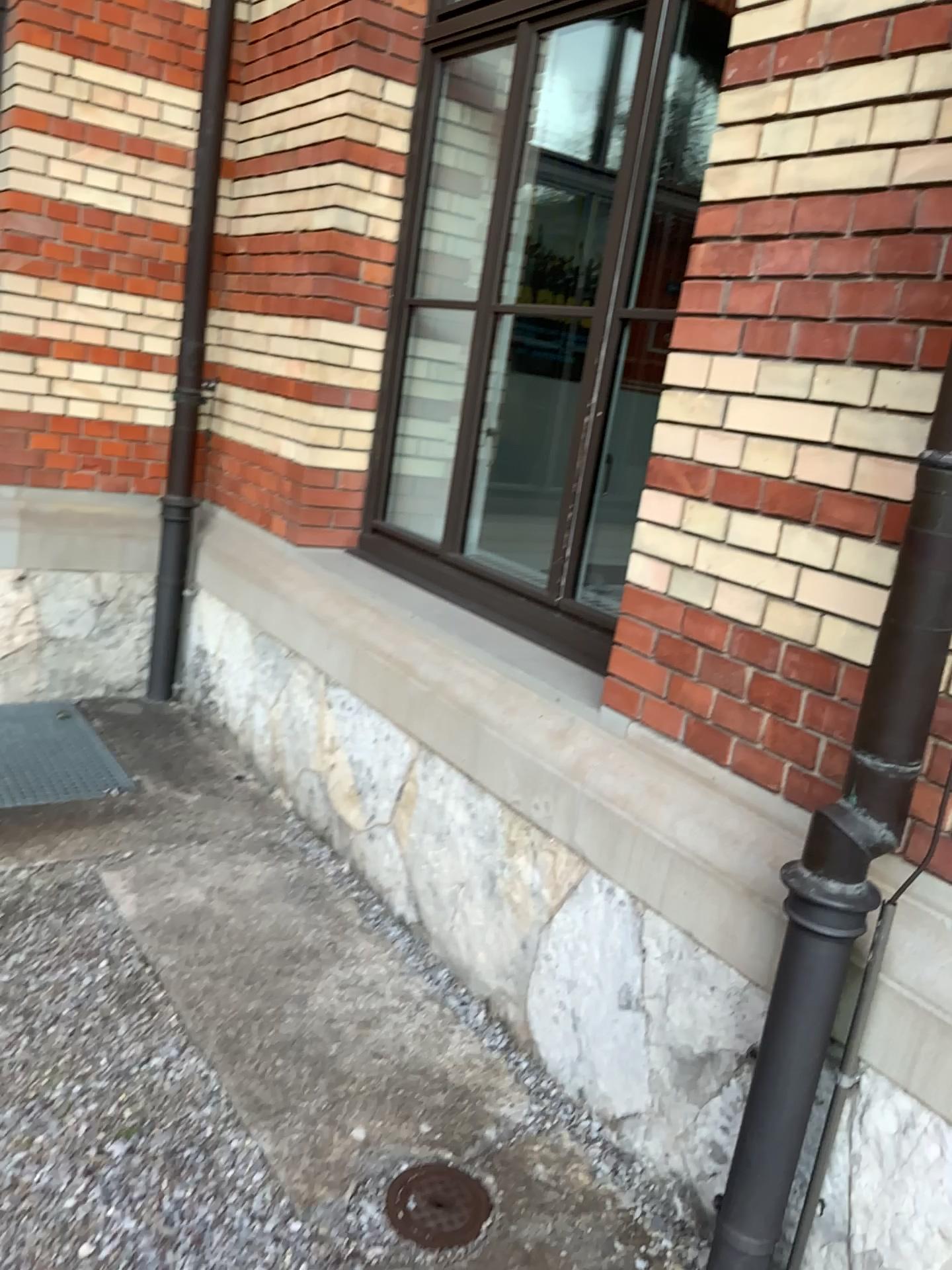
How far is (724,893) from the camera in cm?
196

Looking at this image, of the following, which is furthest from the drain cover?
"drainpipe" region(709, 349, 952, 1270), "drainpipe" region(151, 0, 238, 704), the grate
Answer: "drainpipe" region(151, 0, 238, 704)

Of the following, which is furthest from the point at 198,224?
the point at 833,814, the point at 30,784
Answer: the point at 833,814

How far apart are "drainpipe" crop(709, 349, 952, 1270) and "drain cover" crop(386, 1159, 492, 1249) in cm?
46

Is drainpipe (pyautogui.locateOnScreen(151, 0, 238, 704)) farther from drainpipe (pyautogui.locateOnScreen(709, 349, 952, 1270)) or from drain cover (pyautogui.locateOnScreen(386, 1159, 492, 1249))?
drainpipe (pyautogui.locateOnScreen(709, 349, 952, 1270))

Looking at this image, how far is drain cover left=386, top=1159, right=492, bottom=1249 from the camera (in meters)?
1.92

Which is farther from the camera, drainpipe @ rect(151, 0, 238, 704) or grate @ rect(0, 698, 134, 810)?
drainpipe @ rect(151, 0, 238, 704)

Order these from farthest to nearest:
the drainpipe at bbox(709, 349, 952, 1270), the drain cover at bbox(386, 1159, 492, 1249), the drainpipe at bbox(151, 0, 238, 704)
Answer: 1. the drainpipe at bbox(151, 0, 238, 704)
2. the drain cover at bbox(386, 1159, 492, 1249)
3. the drainpipe at bbox(709, 349, 952, 1270)

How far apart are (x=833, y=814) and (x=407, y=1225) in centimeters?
109cm

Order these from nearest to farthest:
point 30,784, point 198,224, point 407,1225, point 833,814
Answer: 1. point 833,814
2. point 407,1225
3. point 30,784
4. point 198,224
